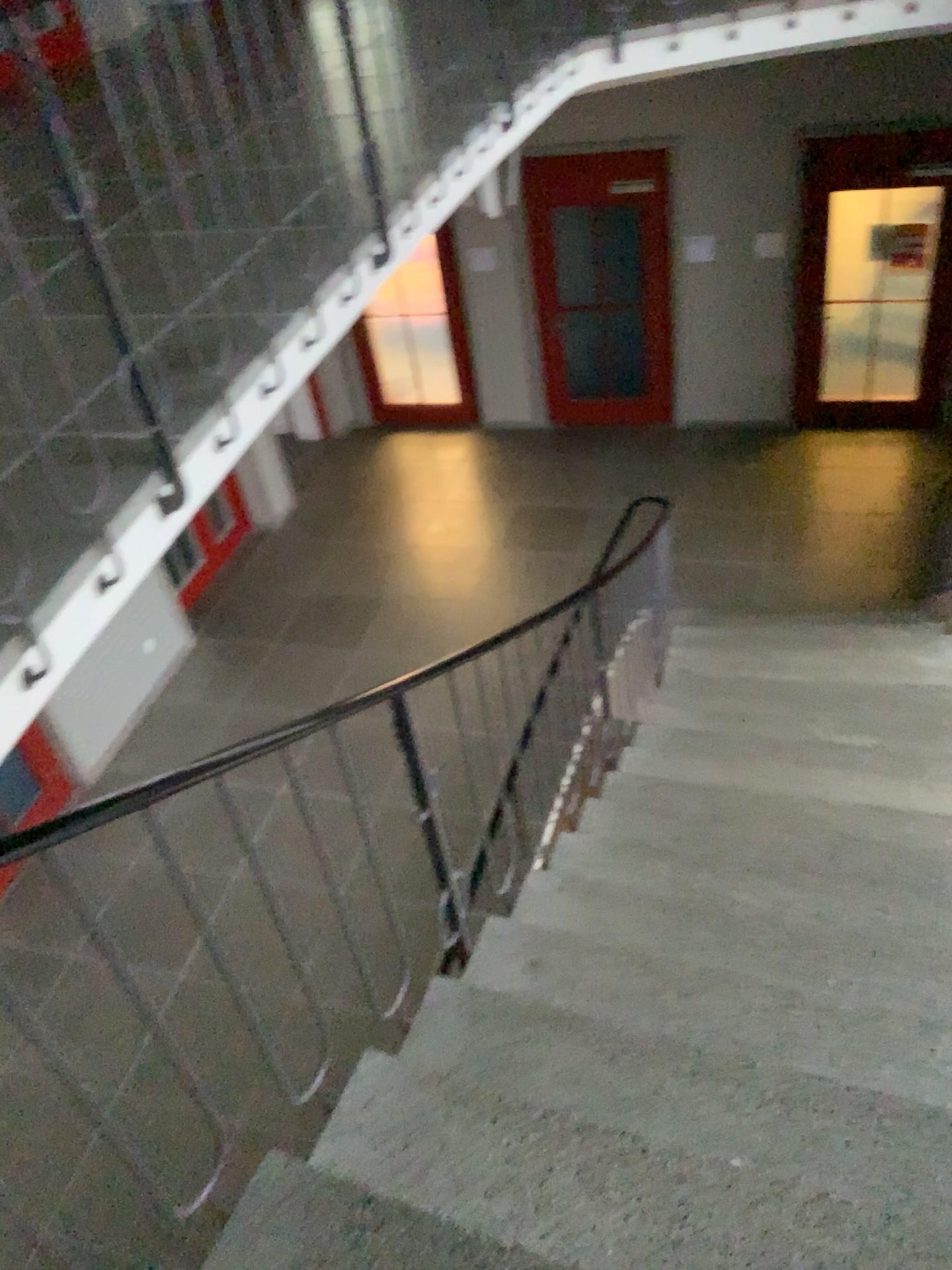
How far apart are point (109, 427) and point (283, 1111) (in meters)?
1.59
